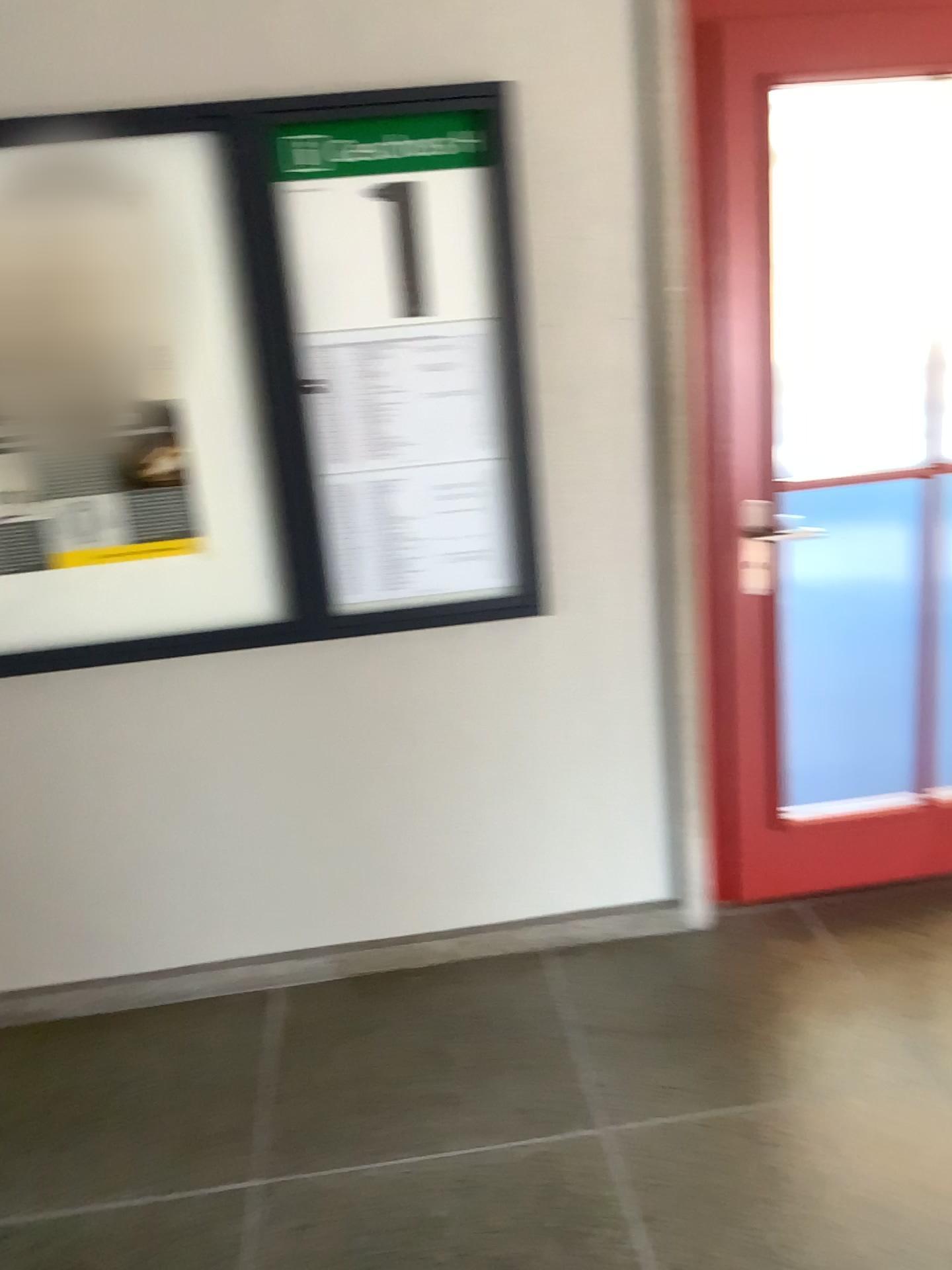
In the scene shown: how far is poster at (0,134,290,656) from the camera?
2.18m

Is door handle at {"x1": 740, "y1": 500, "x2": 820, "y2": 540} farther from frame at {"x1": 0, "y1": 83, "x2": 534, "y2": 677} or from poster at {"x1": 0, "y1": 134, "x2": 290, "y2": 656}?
poster at {"x1": 0, "y1": 134, "x2": 290, "y2": 656}

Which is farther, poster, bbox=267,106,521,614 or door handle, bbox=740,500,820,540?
door handle, bbox=740,500,820,540

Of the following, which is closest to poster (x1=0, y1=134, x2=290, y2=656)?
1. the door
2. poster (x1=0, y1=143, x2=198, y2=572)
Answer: poster (x1=0, y1=143, x2=198, y2=572)

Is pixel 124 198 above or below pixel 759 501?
above

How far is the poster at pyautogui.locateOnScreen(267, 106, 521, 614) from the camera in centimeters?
221cm

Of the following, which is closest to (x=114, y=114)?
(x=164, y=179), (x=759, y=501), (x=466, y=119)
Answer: (x=164, y=179)

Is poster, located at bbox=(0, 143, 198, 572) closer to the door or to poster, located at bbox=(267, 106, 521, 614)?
poster, located at bbox=(267, 106, 521, 614)

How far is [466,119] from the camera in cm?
221

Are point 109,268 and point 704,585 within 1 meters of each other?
no
